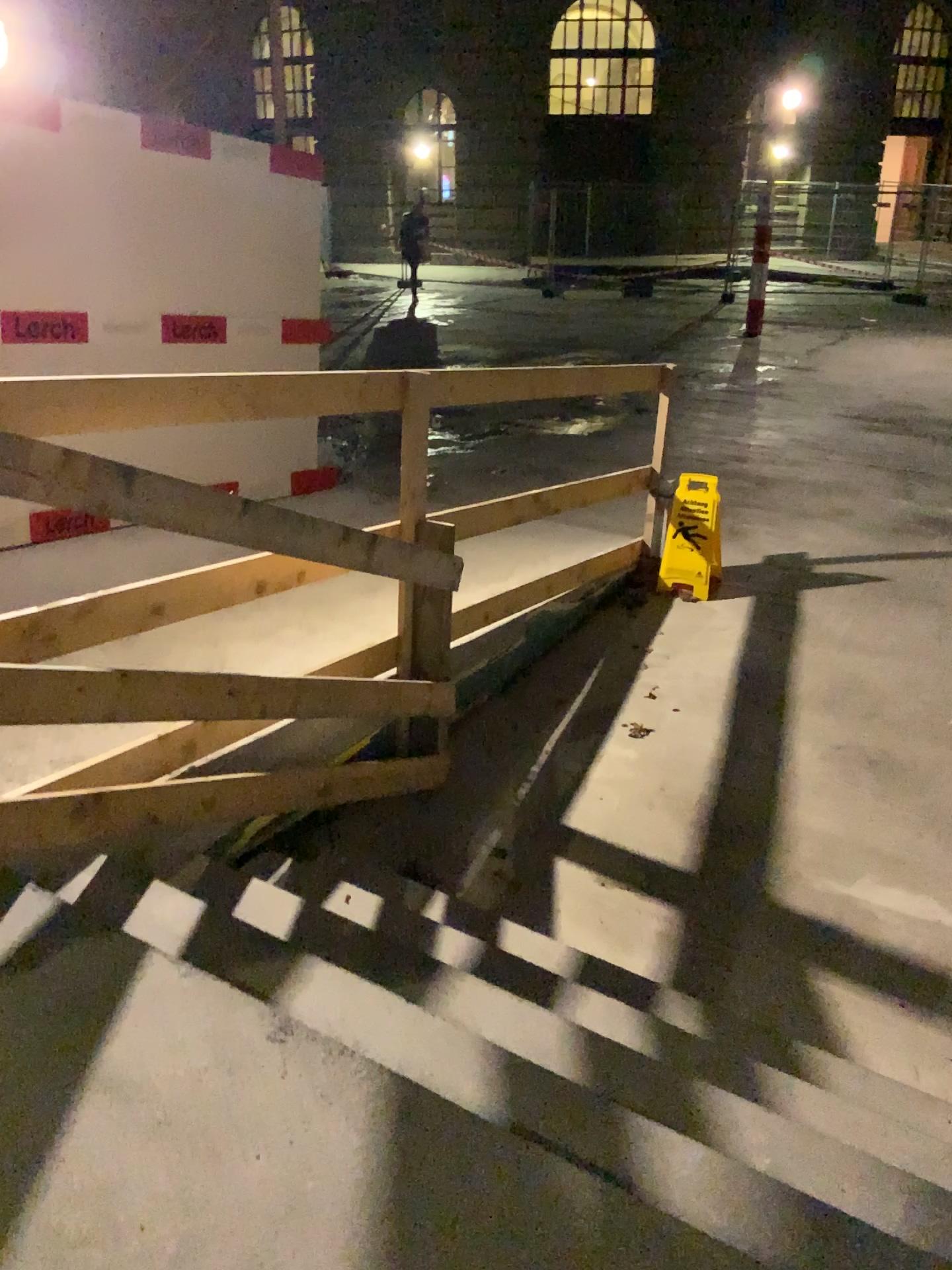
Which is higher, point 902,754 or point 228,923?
point 228,923
